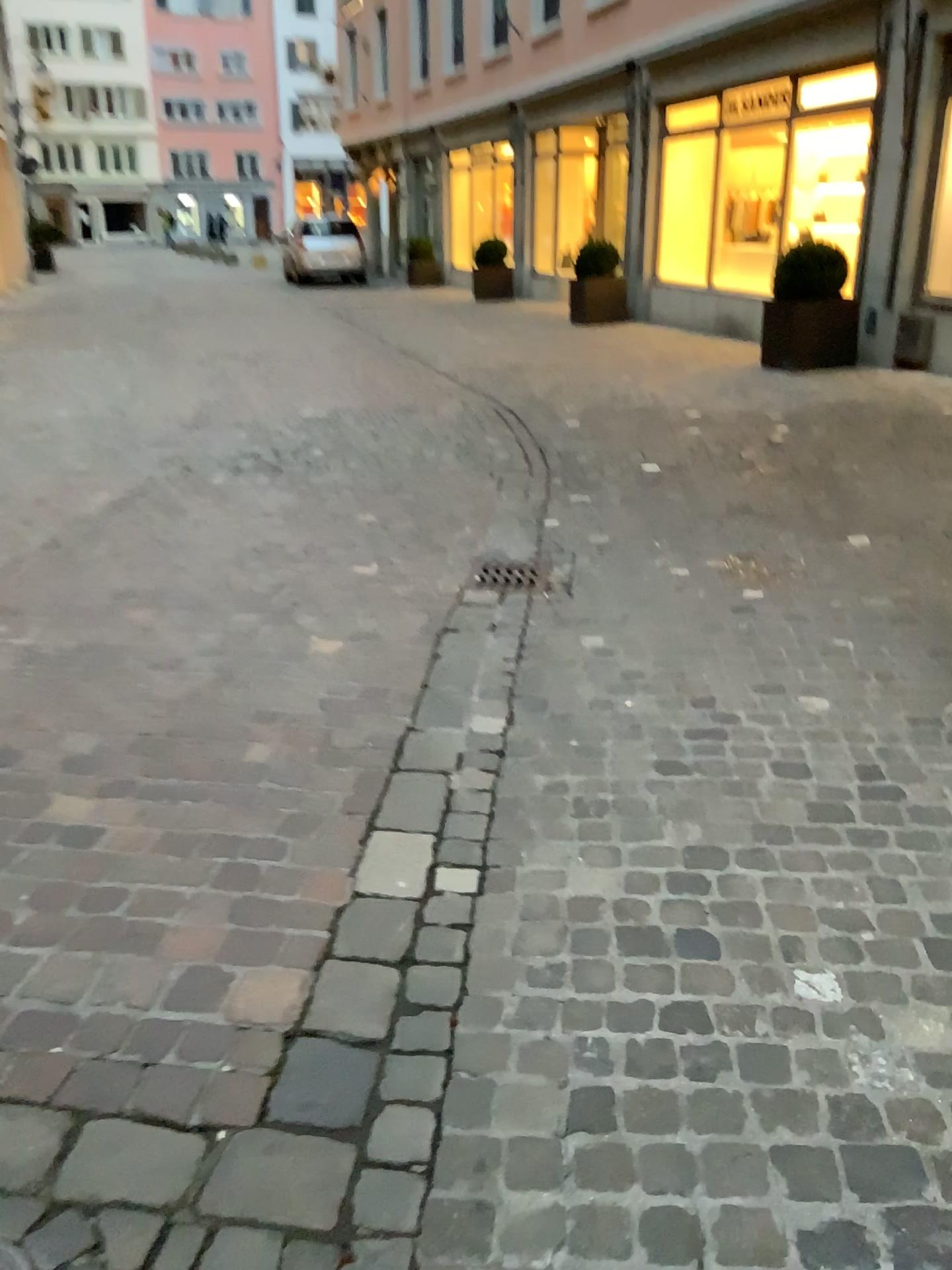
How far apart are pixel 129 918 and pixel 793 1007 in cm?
125
